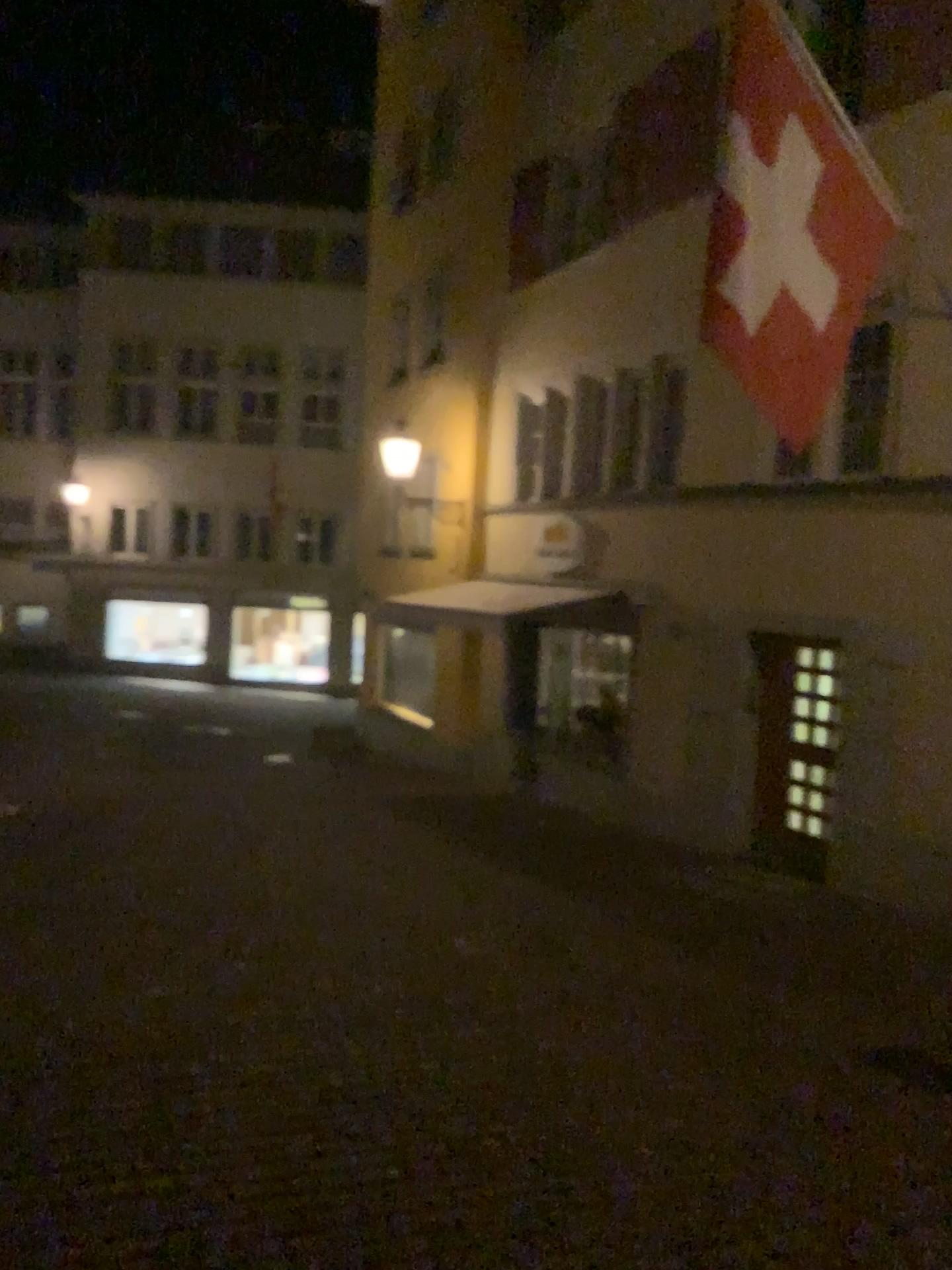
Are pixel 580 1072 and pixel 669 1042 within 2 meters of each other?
yes
